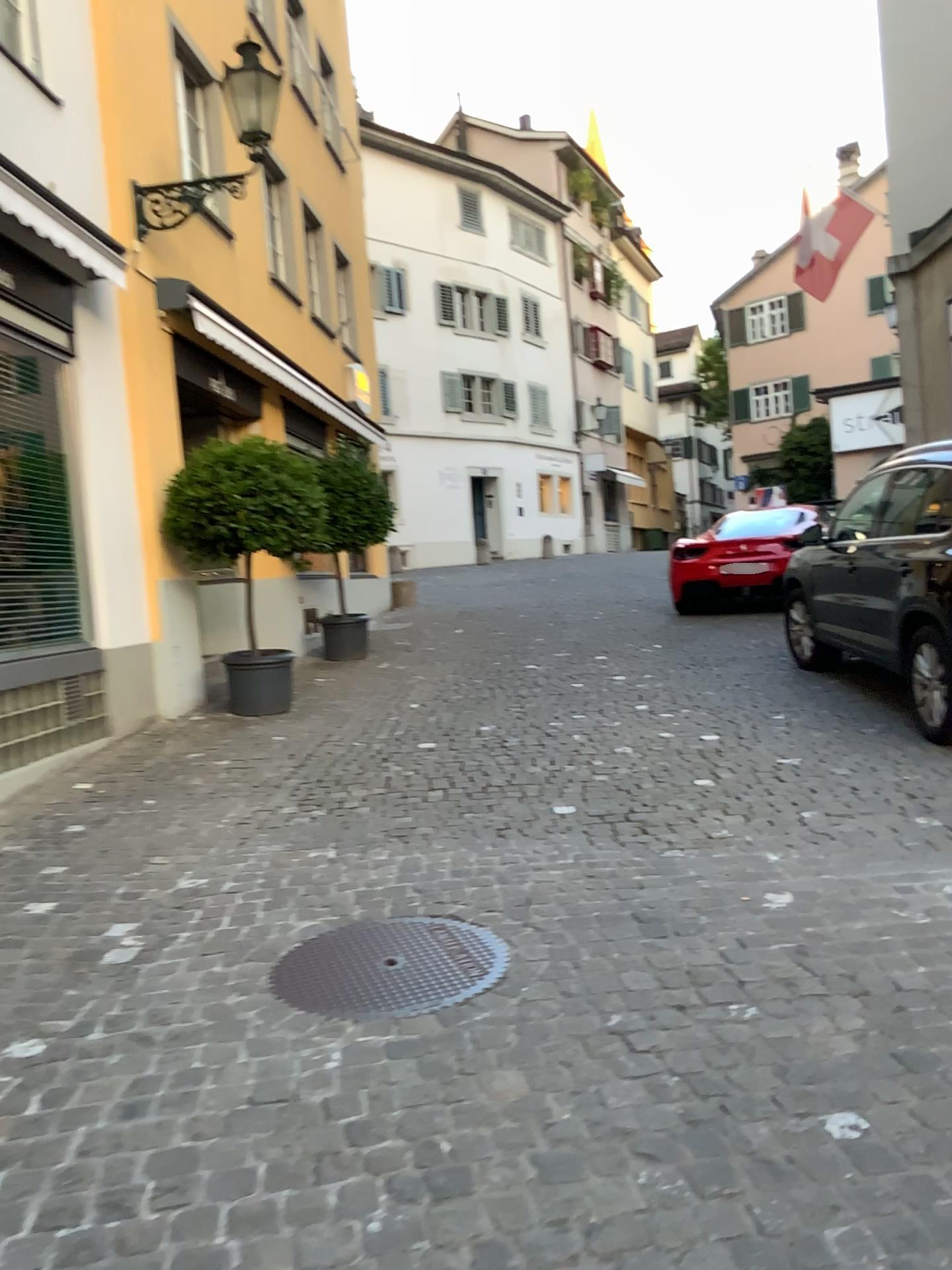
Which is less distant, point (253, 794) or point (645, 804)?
point (645, 804)
